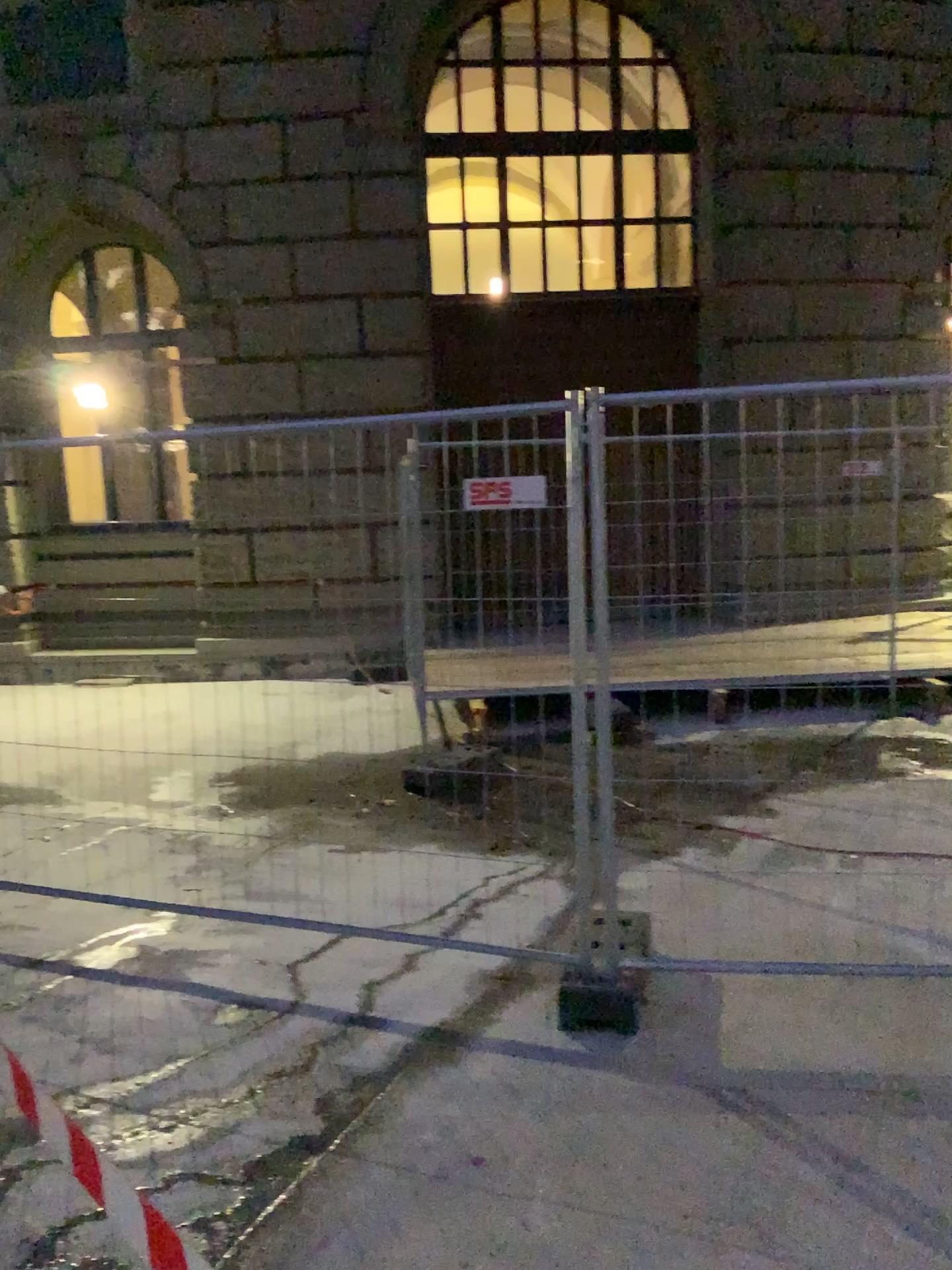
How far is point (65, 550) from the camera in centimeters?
408cm

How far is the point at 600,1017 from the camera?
3.30m

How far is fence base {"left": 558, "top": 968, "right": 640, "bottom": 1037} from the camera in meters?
3.3 m
